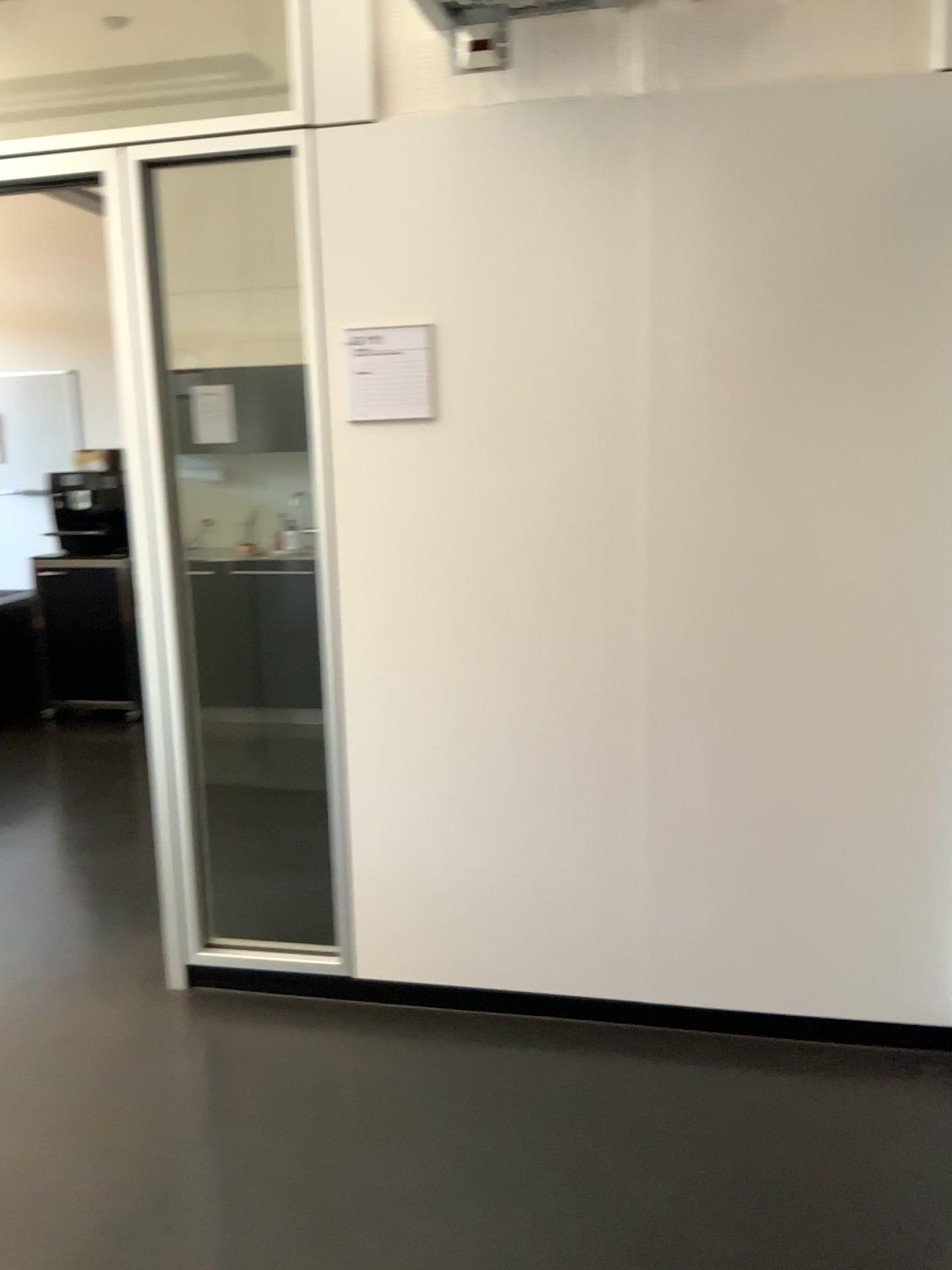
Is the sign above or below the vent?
below

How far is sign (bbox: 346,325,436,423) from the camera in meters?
2.5 m

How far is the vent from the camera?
2.3 meters

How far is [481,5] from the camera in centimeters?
230cm

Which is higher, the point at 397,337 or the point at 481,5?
the point at 481,5

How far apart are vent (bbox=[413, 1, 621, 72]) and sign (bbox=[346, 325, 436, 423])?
0.6m

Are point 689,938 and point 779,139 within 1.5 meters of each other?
no

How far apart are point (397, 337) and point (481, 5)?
0.7 meters
